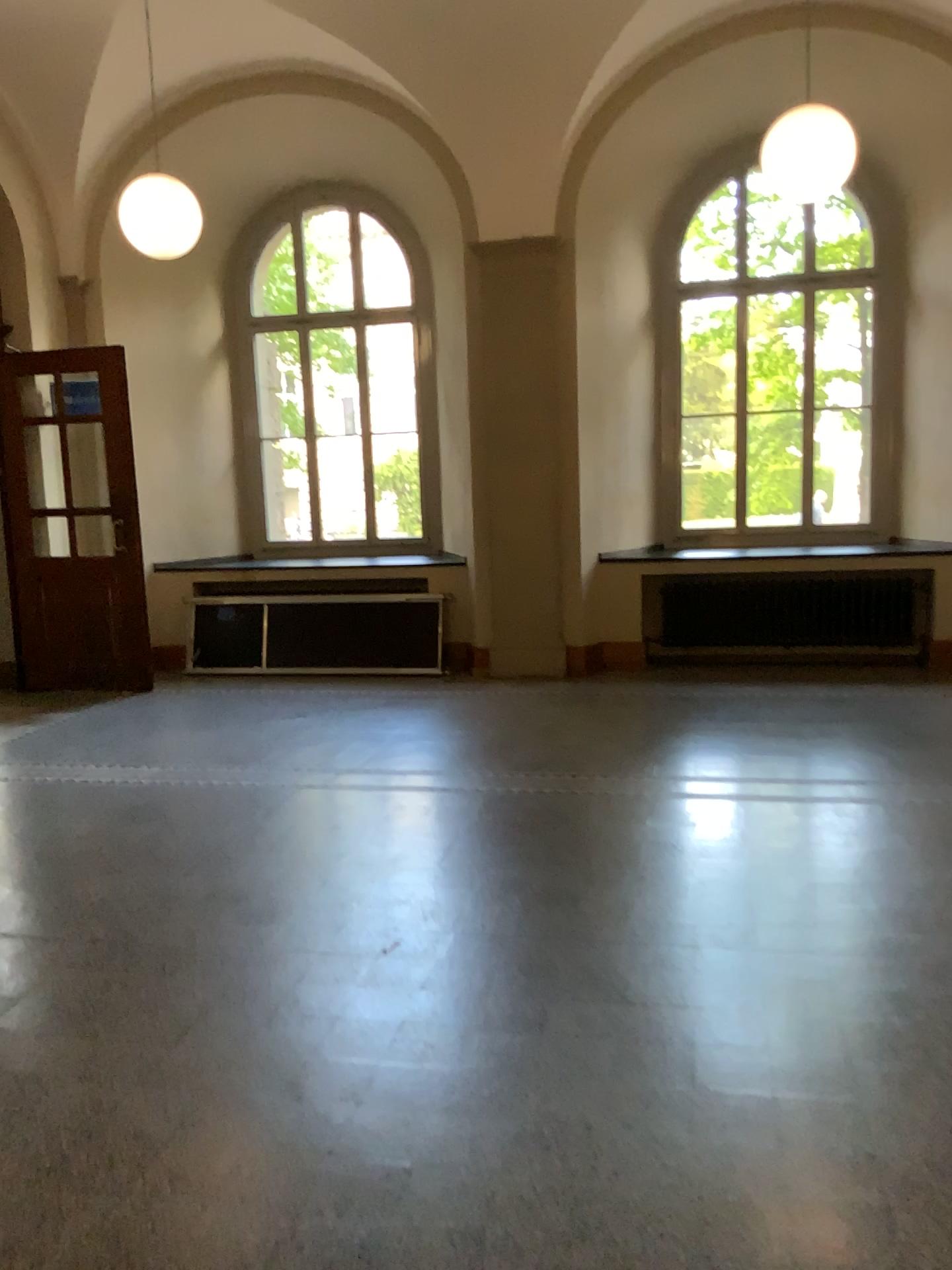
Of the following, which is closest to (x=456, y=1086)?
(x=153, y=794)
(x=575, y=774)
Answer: (x=575, y=774)
